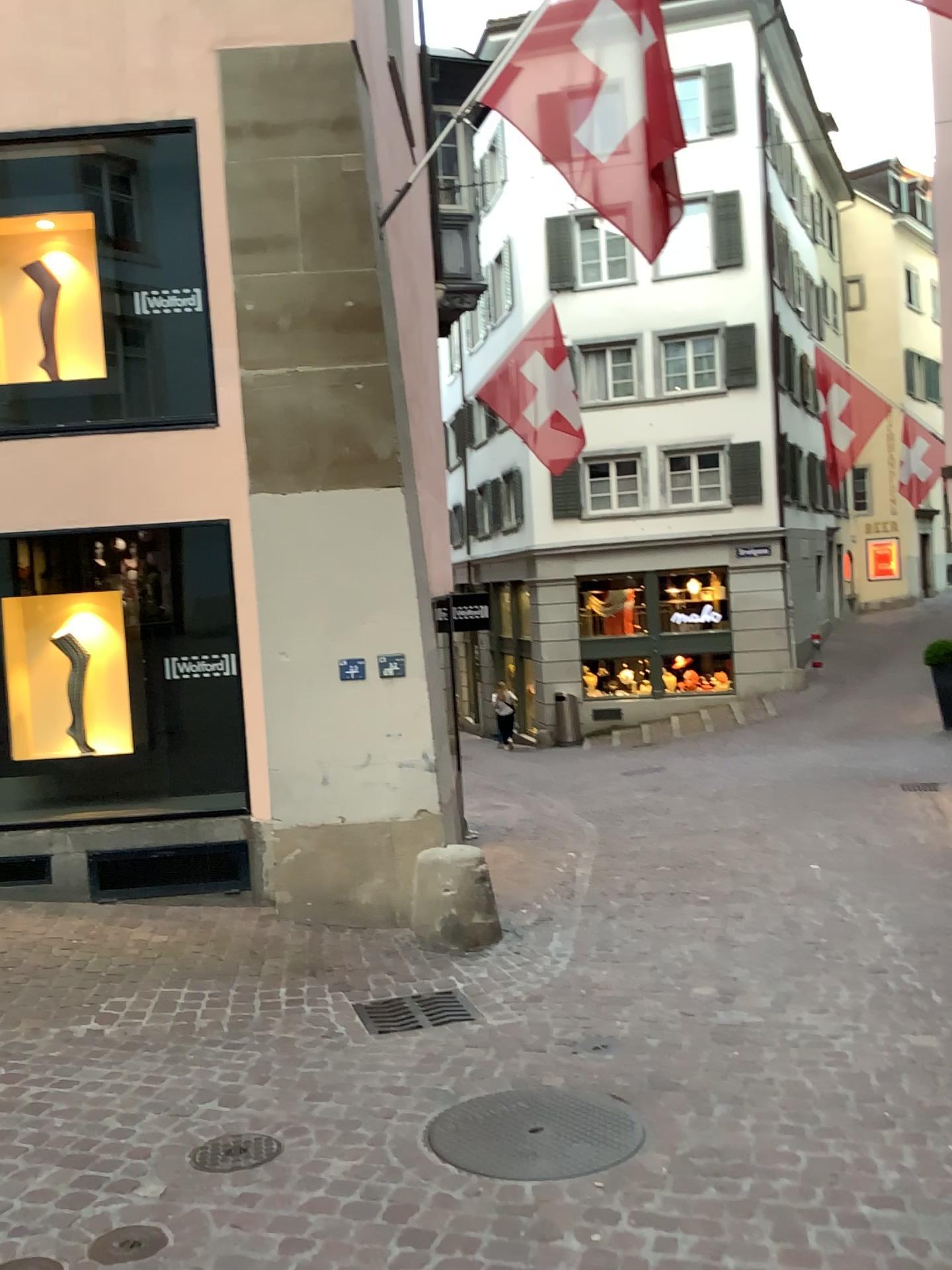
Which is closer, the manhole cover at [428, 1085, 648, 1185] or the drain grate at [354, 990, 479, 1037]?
the manhole cover at [428, 1085, 648, 1185]

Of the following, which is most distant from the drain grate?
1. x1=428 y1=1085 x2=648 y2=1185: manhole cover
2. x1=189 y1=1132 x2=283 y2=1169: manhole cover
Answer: x1=189 y1=1132 x2=283 y2=1169: manhole cover

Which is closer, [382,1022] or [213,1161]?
[213,1161]

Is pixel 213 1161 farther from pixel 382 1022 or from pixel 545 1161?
pixel 382 1022

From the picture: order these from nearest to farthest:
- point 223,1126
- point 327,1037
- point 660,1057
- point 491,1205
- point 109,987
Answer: point 491,1205, point 223,1126, point 660,1057, point 327,1037, point 109,987

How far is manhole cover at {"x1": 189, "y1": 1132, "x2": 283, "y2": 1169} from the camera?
3.2m

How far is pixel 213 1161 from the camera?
3.2 meters

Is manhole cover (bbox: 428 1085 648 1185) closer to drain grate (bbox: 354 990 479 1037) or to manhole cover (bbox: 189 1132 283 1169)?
manhole cover (bbox: 189 1132 283 1169)

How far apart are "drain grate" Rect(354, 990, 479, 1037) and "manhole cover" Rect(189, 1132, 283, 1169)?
1.2m
